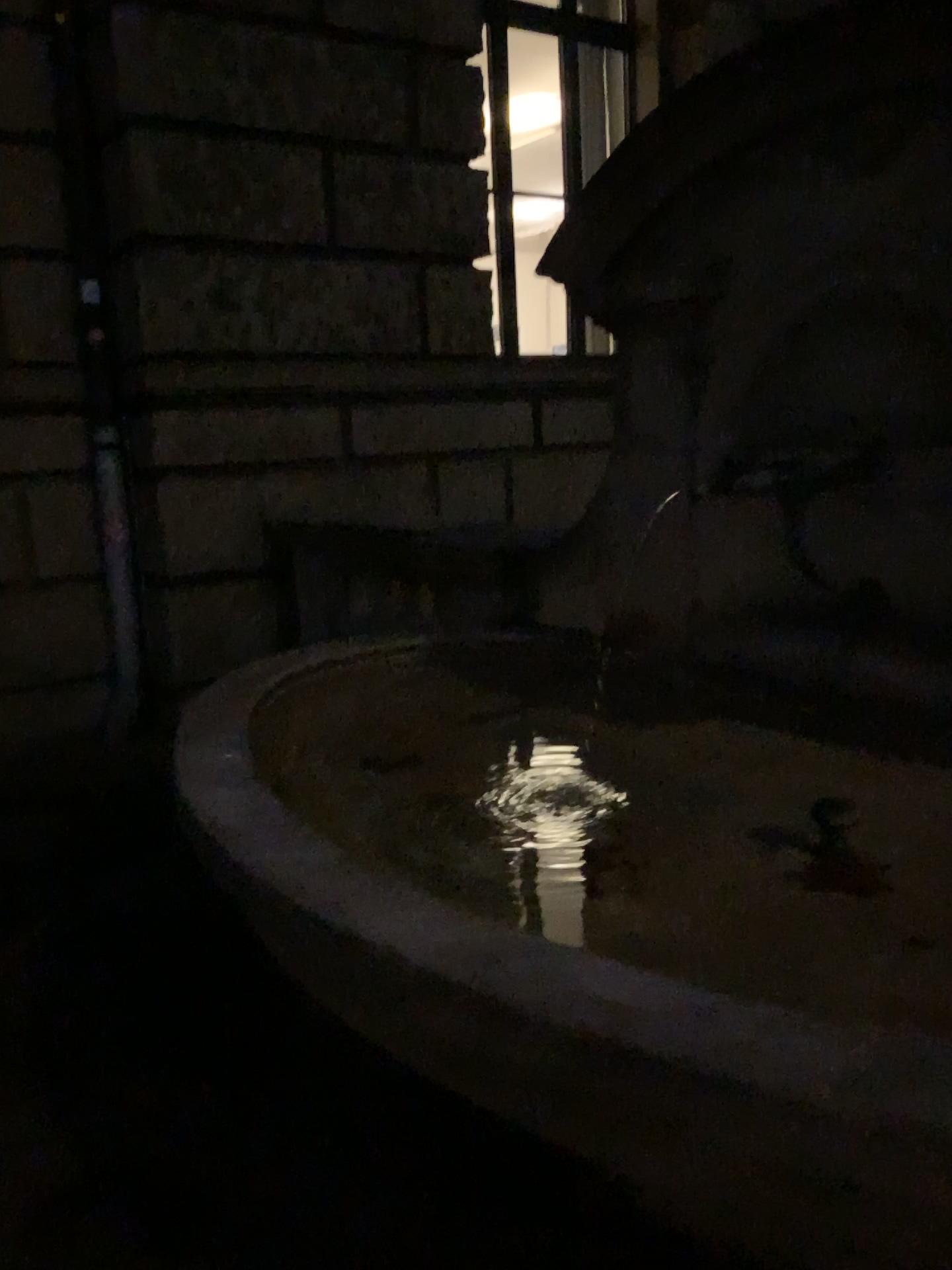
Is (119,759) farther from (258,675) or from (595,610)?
(595,610)
